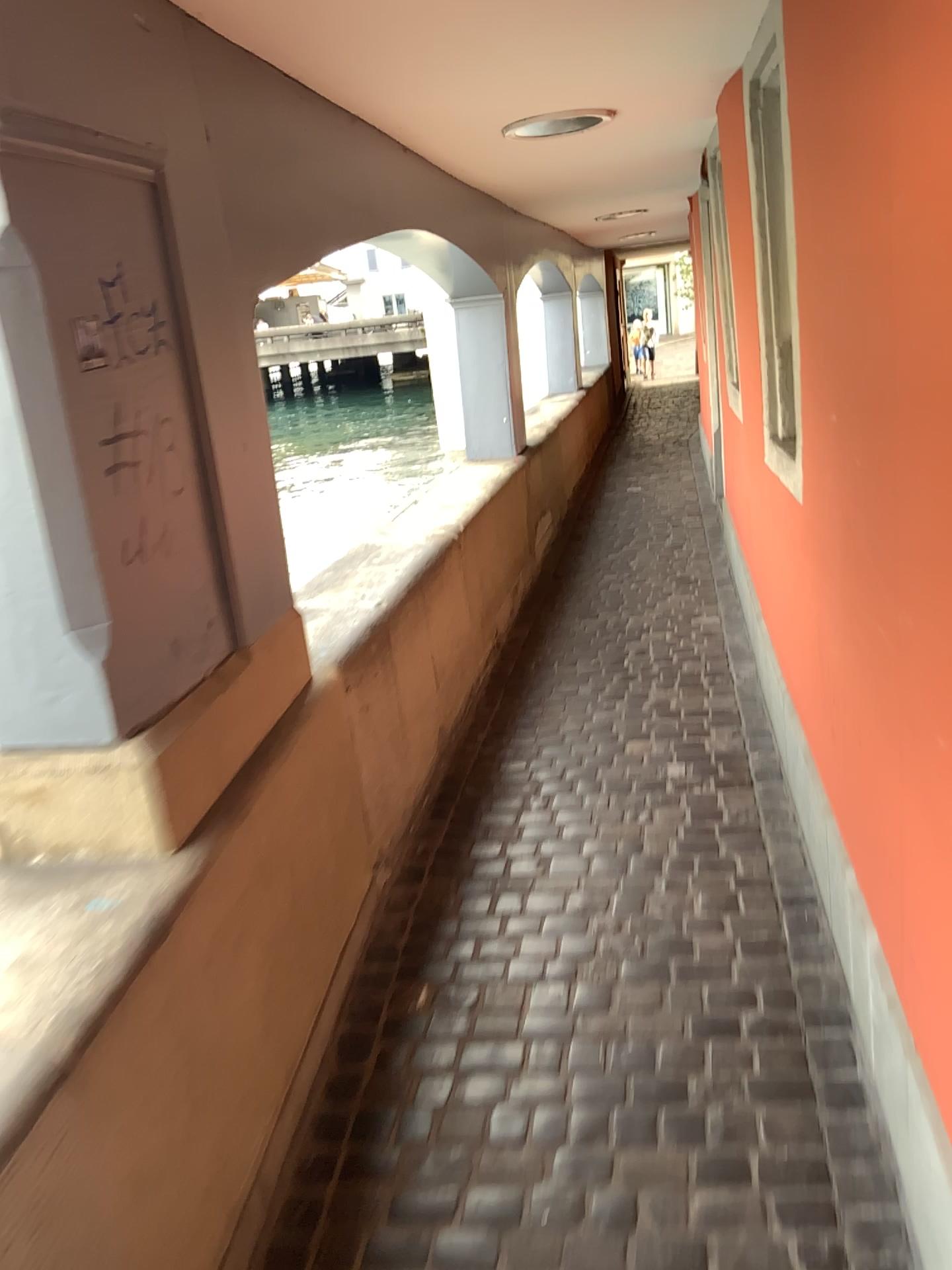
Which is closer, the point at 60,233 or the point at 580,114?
the point at 60,233

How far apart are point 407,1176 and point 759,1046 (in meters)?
0.73

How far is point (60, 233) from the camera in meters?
Answer: 1.6

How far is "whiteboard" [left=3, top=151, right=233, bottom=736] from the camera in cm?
158

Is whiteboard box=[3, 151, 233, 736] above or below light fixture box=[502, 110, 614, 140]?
below

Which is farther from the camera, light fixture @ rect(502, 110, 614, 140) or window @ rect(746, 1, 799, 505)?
light fixture @ rect(502, 110, 614, 140)

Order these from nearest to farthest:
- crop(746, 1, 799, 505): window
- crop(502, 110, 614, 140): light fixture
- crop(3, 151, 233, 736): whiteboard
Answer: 1. crop(3, 151, 233, 736): whiteboard
2. crop(746, 1, 799, 505): window
3. crop(502, 110, 614, 140): light fixture

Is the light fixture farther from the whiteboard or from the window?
the whiteboard

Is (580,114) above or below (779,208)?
above

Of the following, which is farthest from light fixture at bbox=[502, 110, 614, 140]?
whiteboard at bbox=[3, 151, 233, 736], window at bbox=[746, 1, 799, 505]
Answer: whiteboard at bbox=[3, 151, 233, 736]
